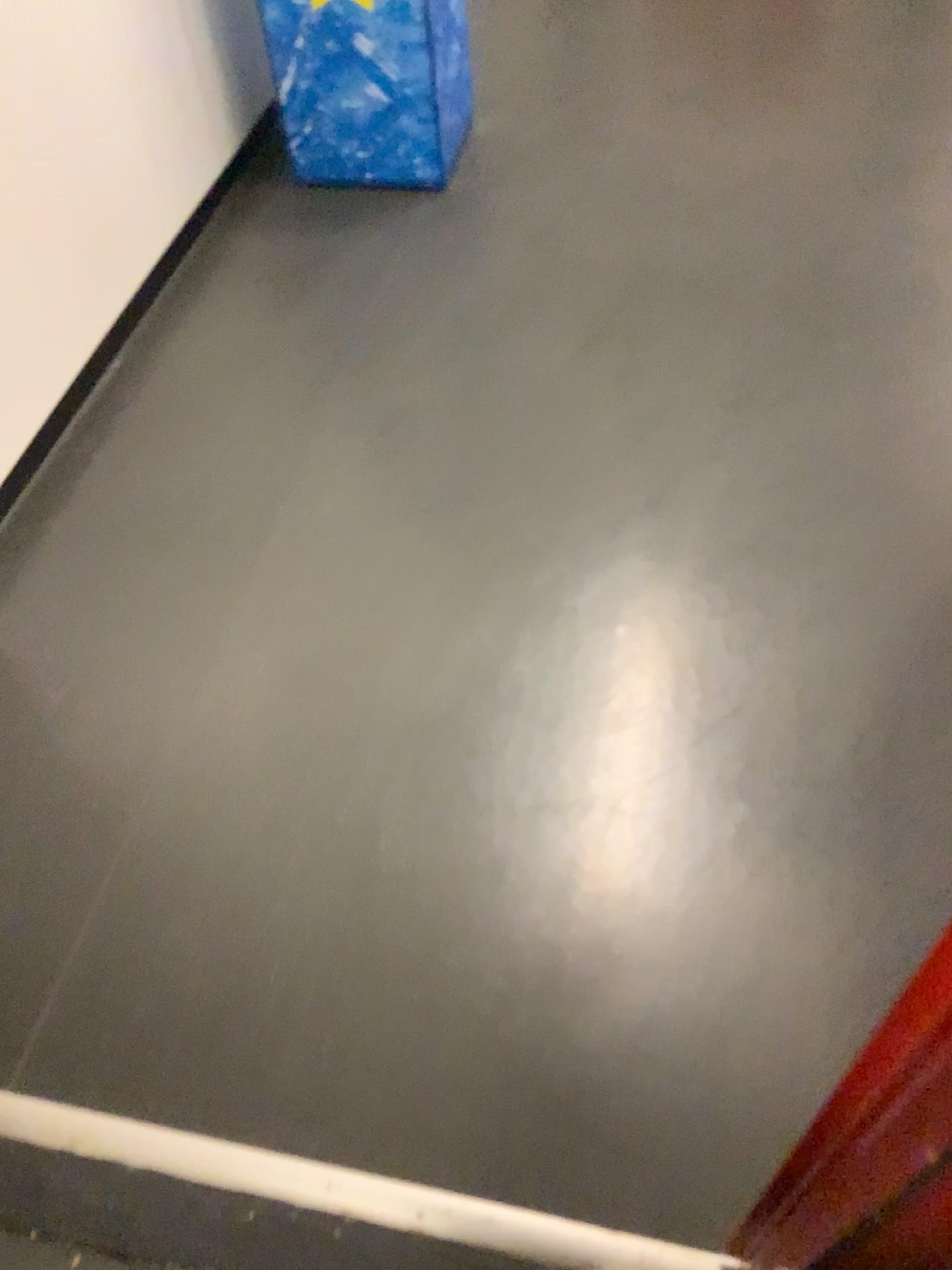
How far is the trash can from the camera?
2.2 meters

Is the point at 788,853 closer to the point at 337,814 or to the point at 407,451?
the point at 337,814

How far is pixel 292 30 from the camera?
2.2 meters
